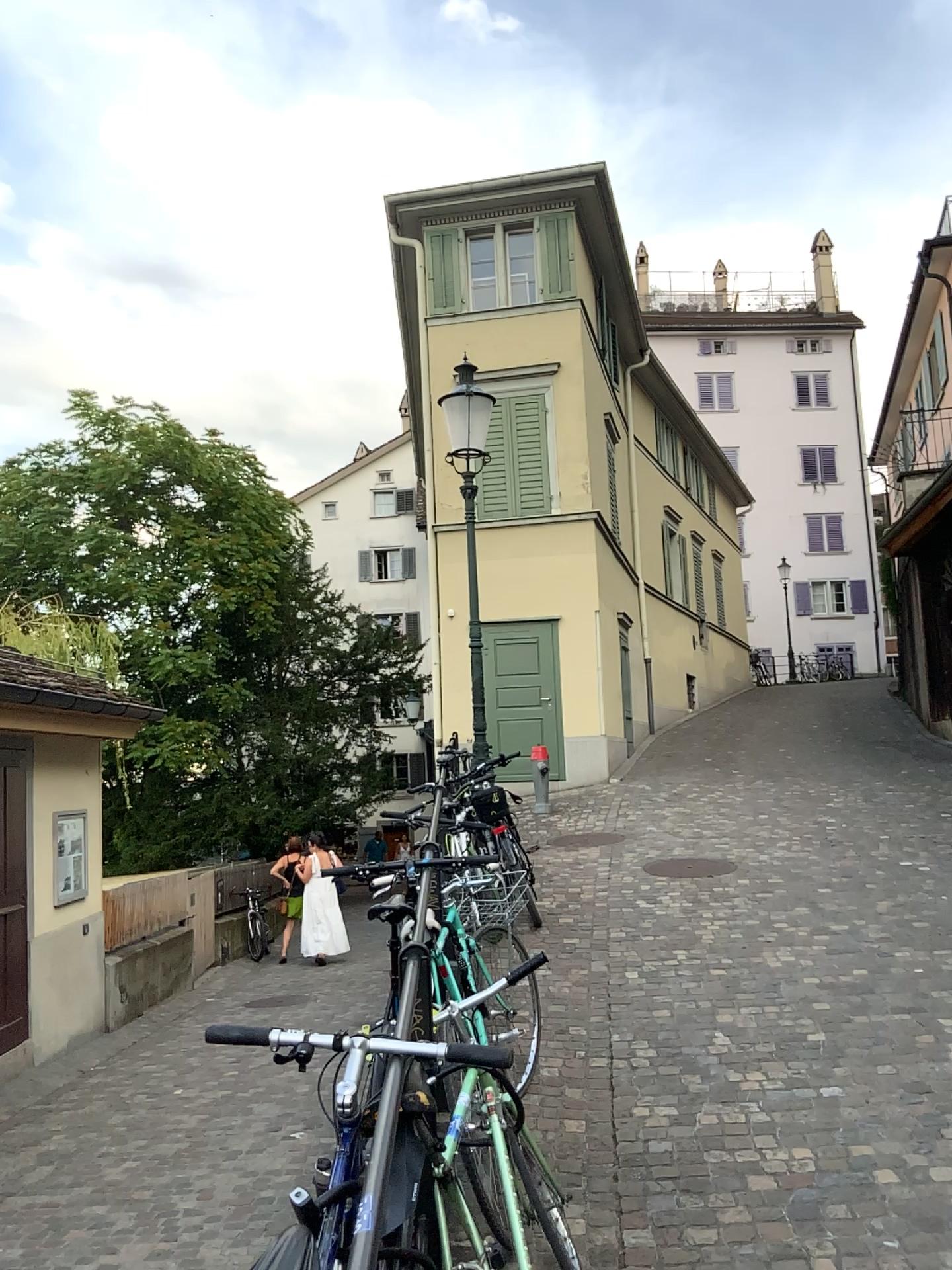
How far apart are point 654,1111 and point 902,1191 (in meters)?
0.95
